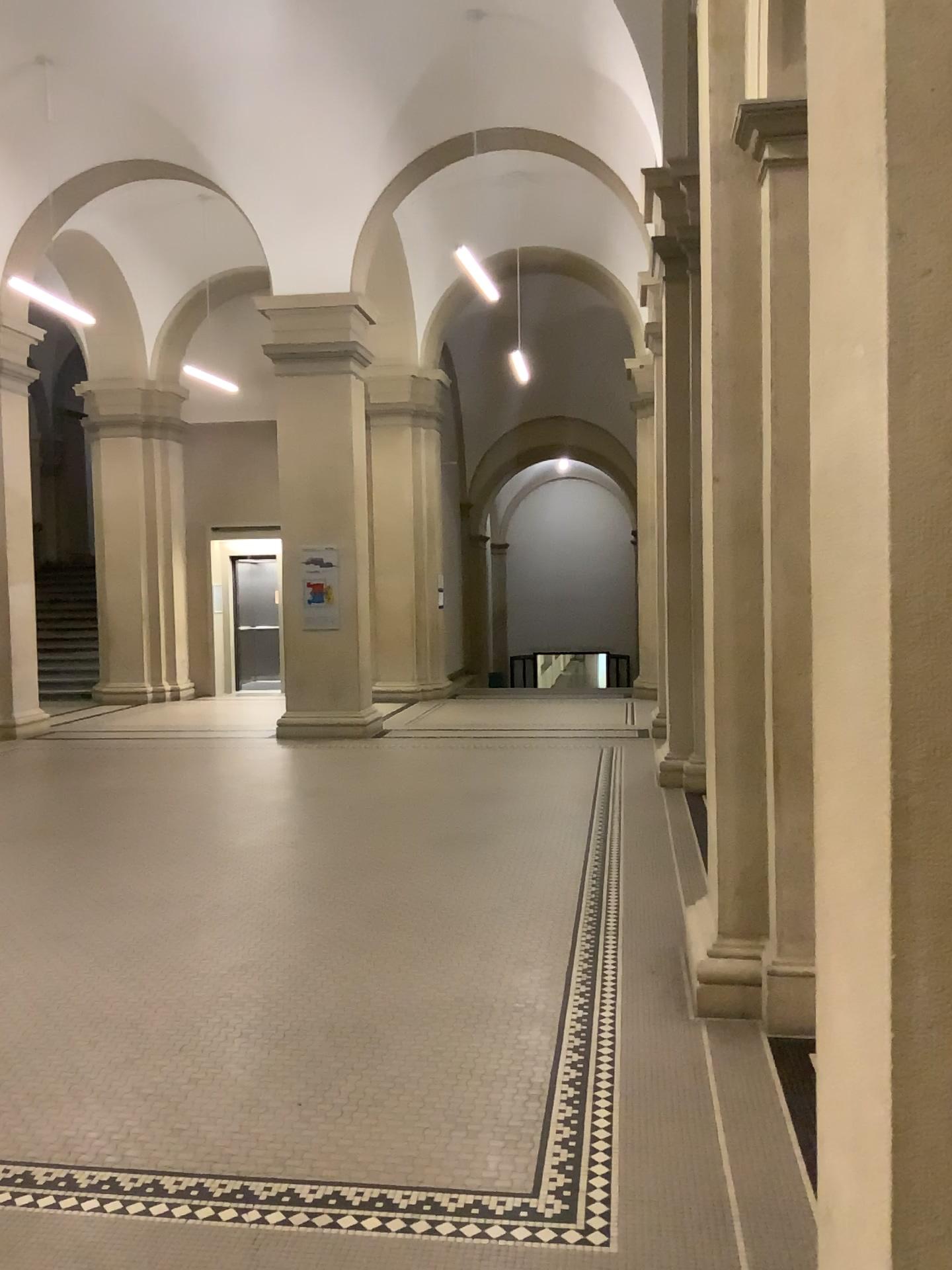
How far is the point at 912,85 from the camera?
1.2 meters

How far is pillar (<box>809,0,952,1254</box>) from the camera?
1.2 meters

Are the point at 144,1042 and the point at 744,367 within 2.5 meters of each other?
no
